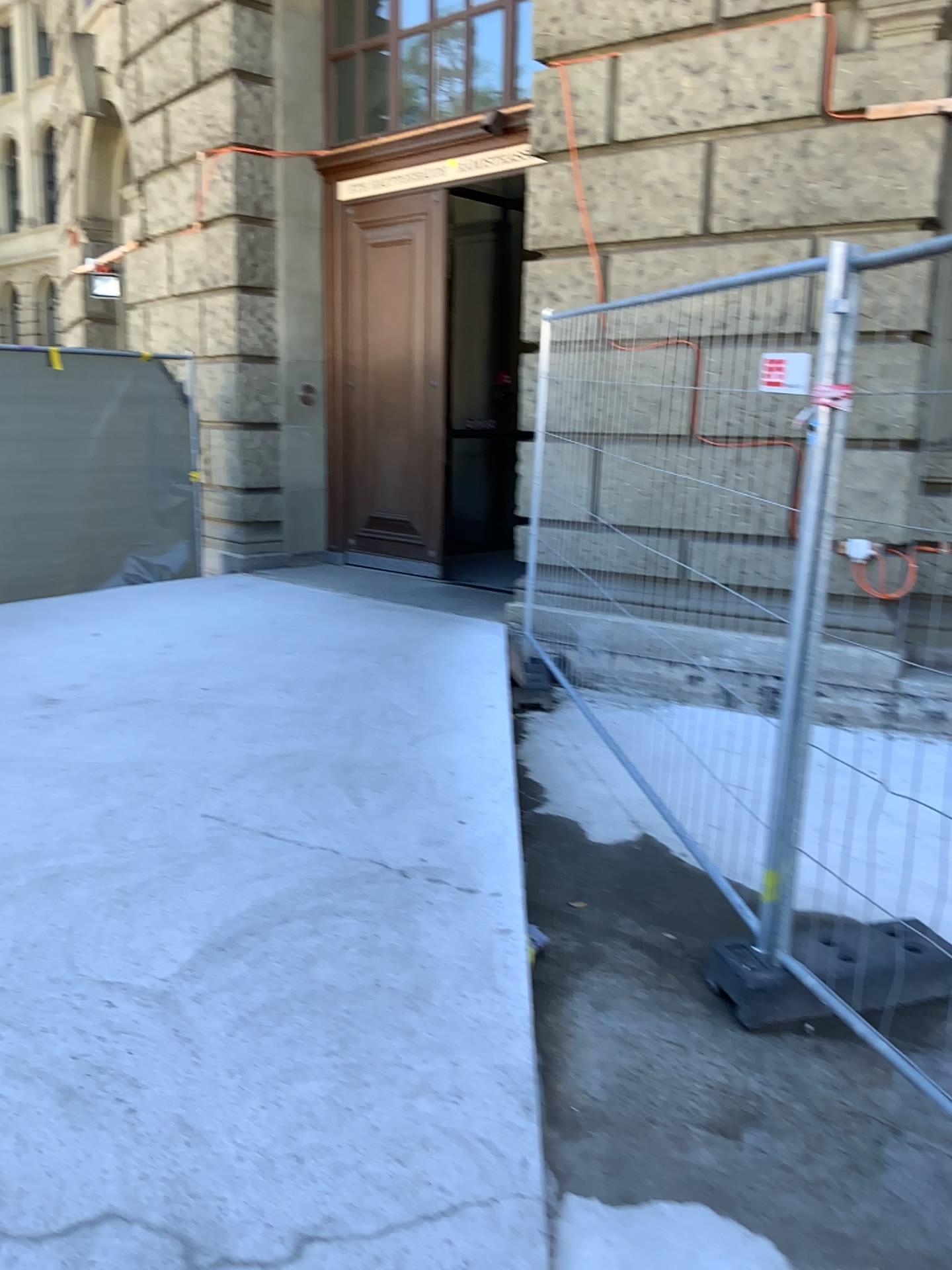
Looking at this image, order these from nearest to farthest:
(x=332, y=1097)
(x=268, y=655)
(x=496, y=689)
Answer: (x=332, y=1097), (x=496, y=689), (x=268, y=655)

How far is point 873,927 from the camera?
2.60m

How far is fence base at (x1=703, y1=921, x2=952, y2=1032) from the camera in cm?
260
